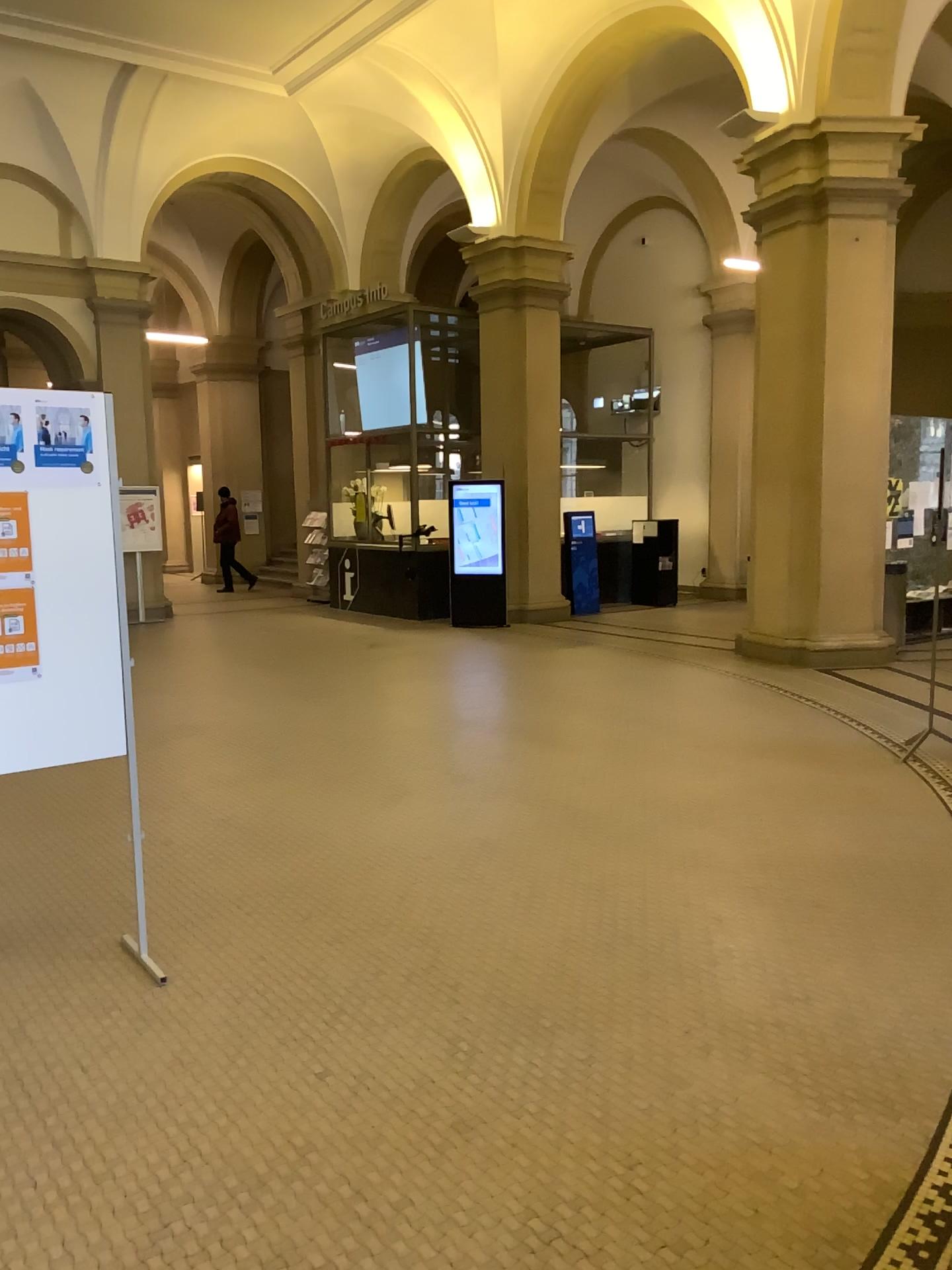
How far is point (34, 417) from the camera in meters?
3.3

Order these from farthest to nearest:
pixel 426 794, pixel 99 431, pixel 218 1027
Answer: pixel 426 794, pixel 99 431, pixel 218 1027

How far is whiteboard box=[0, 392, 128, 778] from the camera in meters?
3.3
